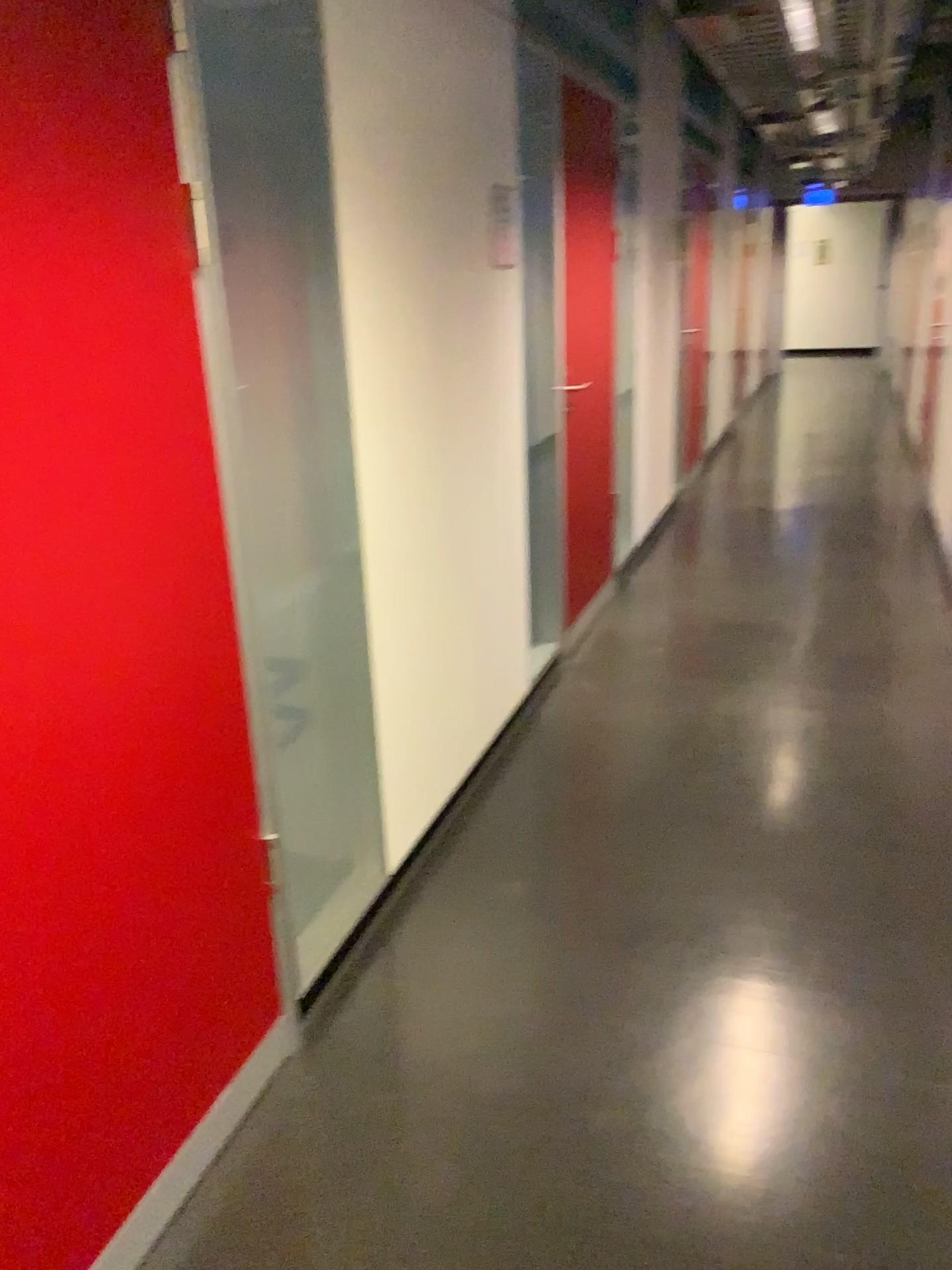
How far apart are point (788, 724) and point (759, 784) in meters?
0.5 m

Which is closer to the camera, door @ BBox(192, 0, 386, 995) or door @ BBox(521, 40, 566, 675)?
door @ BBox(192, 0, 386, 995)

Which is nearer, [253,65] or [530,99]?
[253,65]
